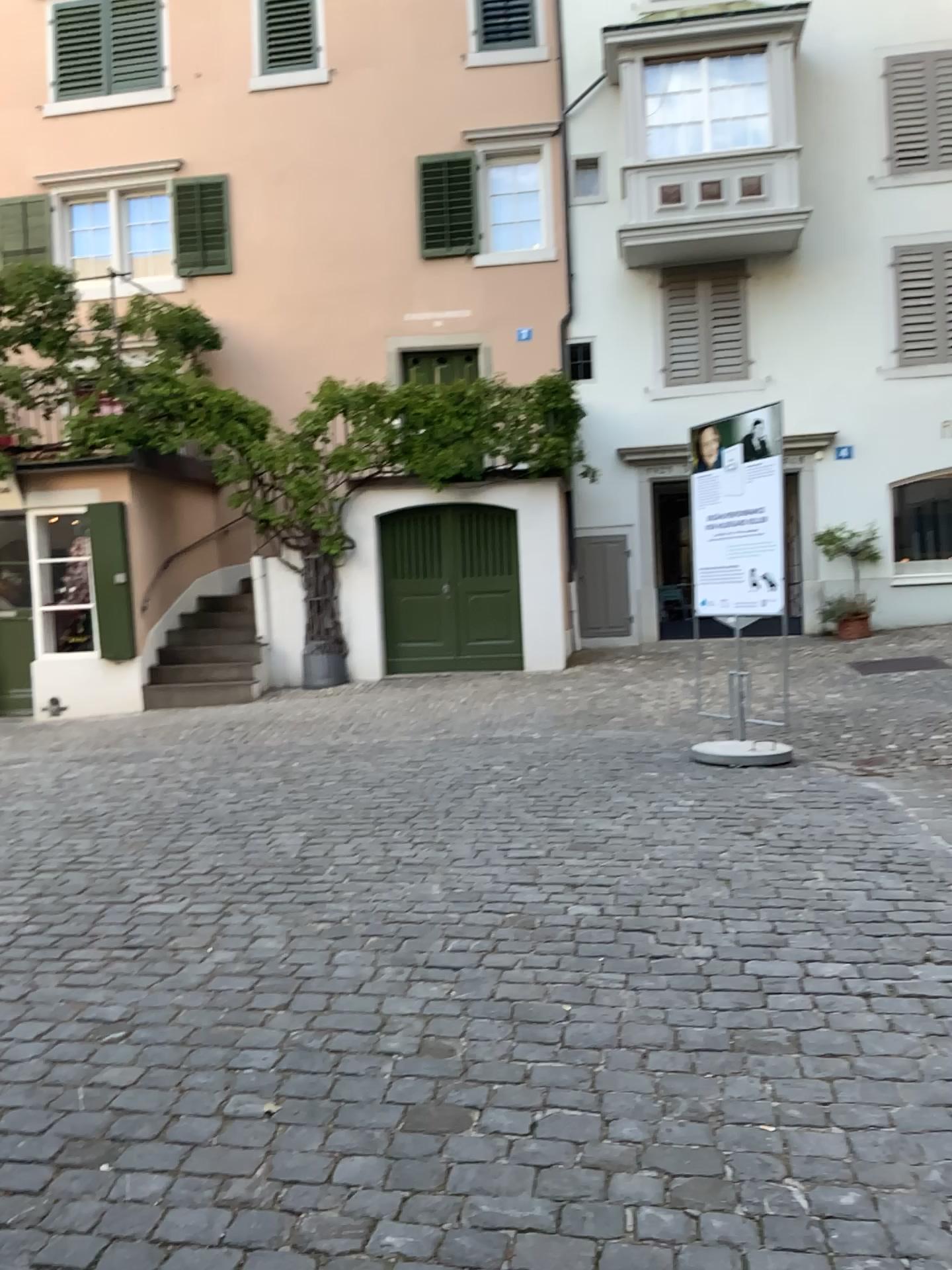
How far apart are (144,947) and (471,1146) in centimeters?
180cm
